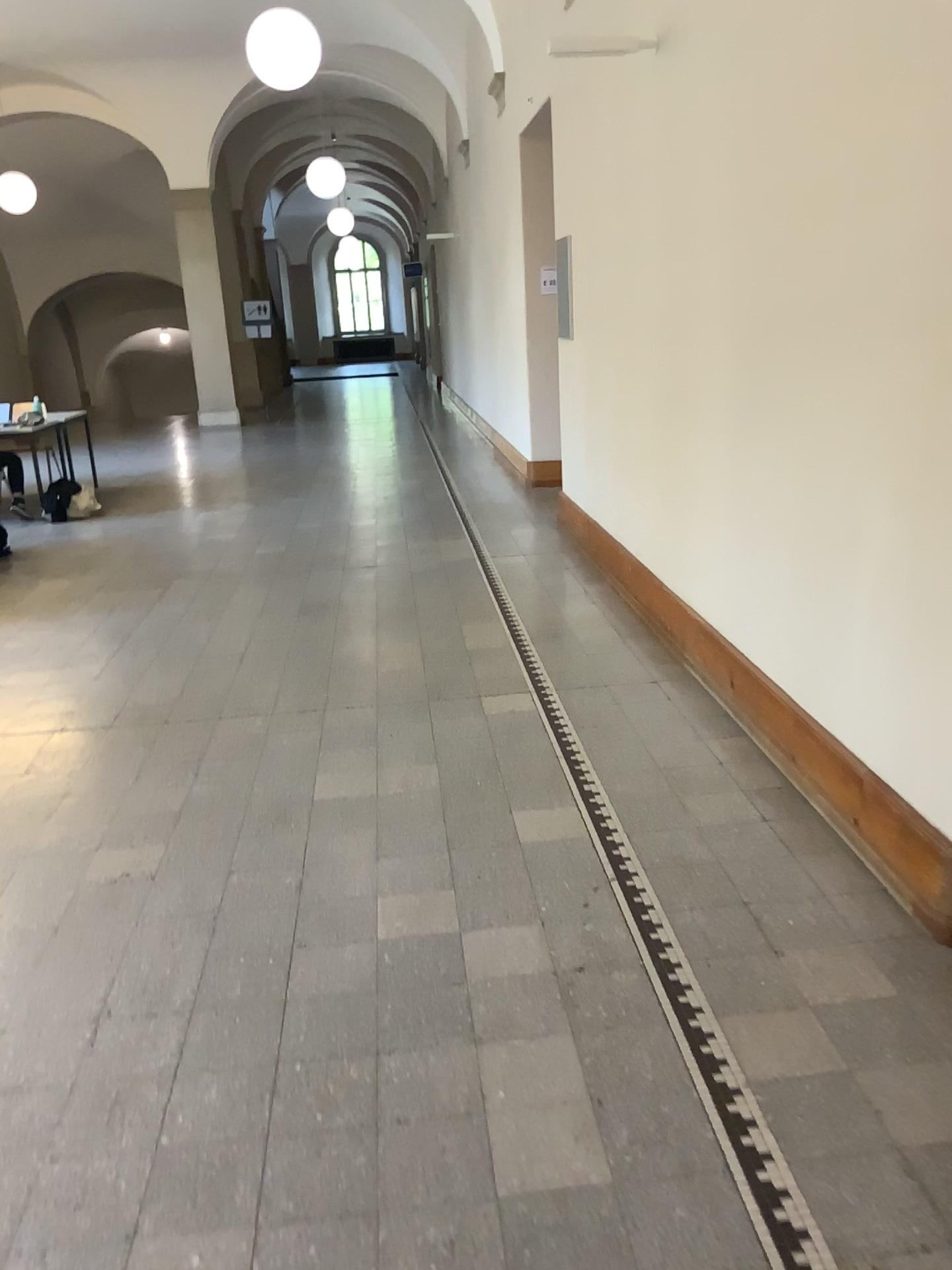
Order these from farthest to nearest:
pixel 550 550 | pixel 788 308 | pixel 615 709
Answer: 1. pixel 550 550
2. pixel 615 709
3. pixel 788 308
